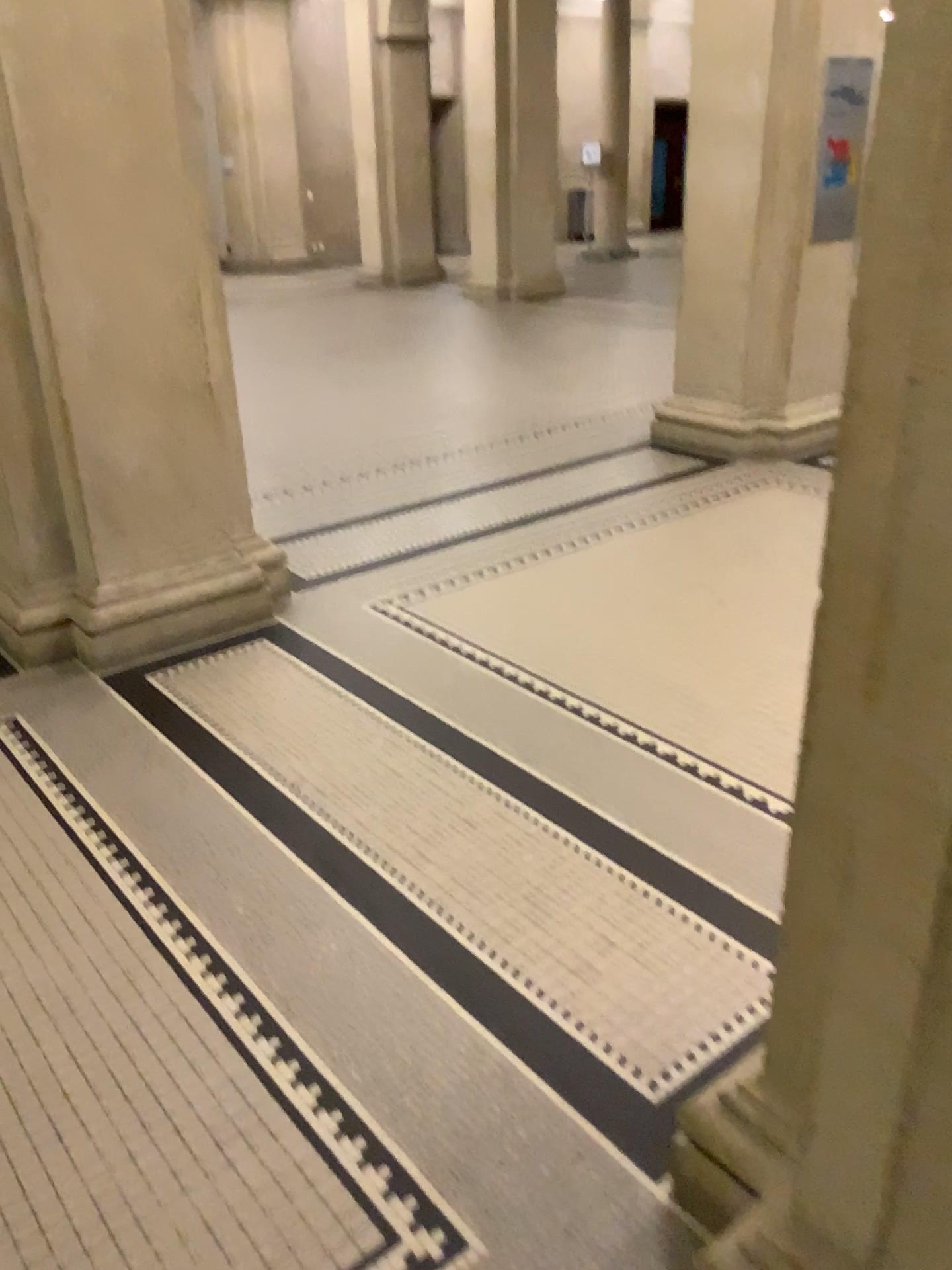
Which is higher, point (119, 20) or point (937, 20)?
point (119, 20)

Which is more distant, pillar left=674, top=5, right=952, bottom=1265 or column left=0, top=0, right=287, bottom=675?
column left=0, top=0, right=287, bottom=675

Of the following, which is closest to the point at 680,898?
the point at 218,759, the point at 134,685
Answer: the point at 218,759

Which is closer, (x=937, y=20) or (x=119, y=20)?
(x=937, y=20)
